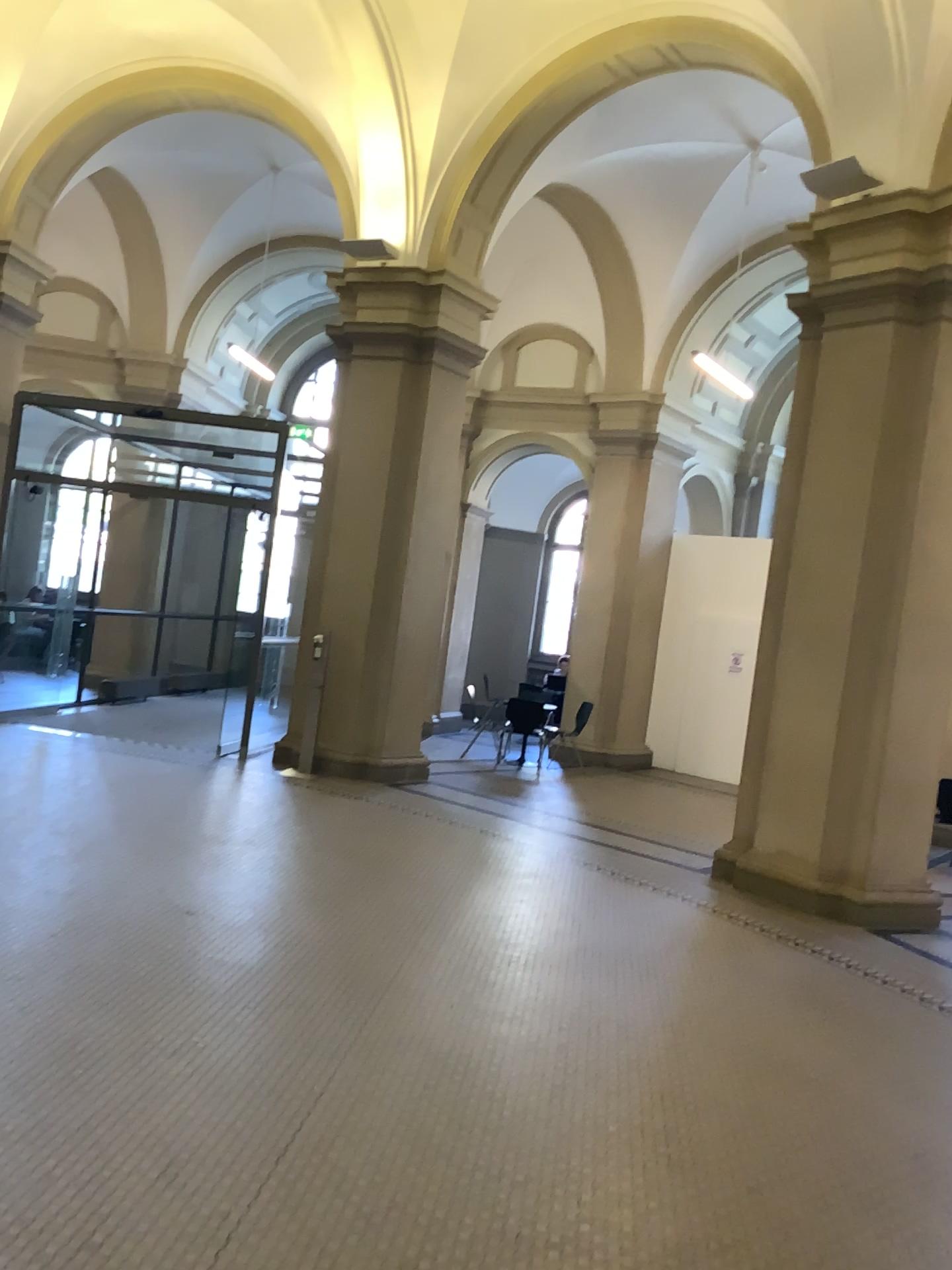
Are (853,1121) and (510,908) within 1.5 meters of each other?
no
